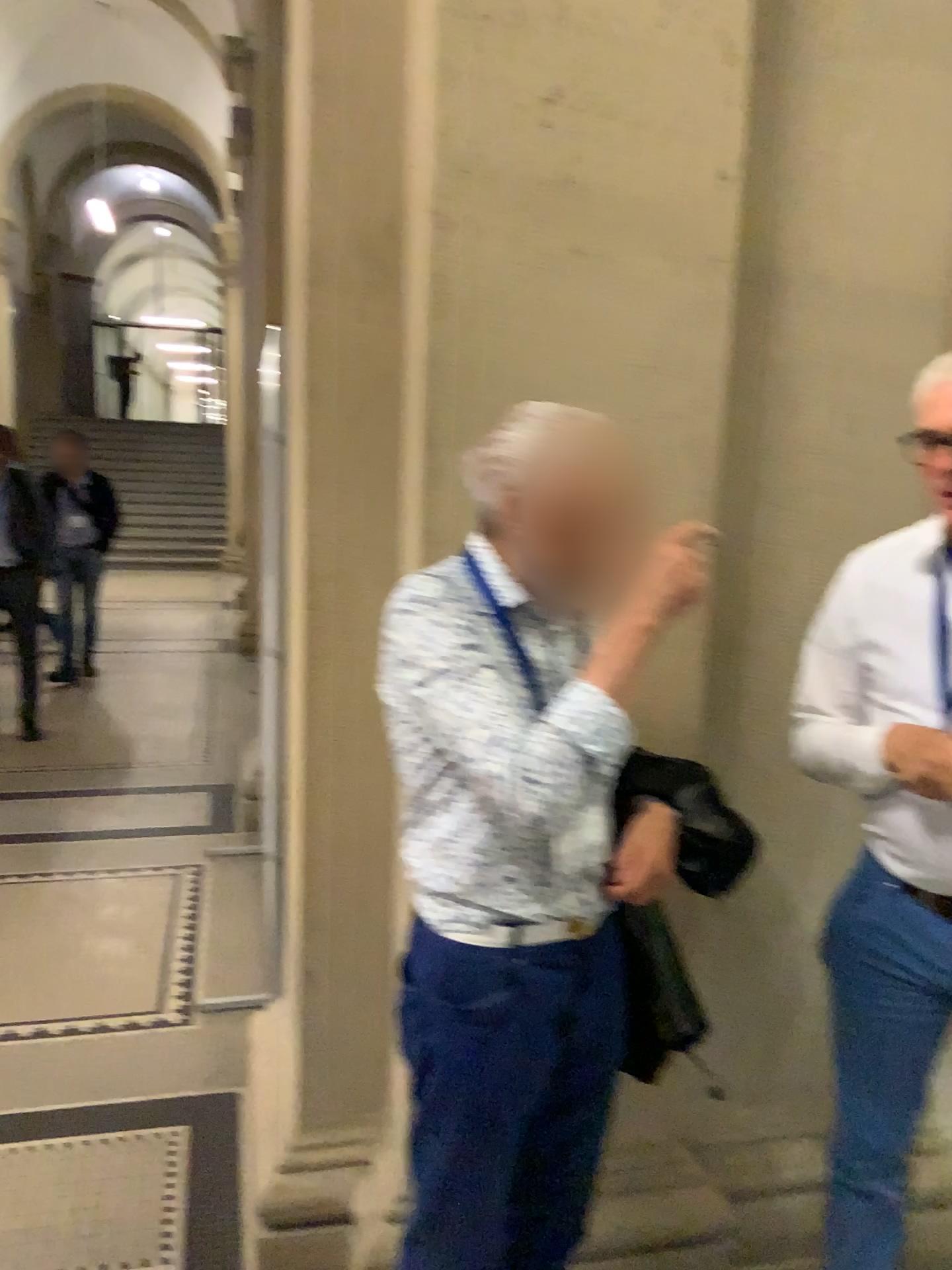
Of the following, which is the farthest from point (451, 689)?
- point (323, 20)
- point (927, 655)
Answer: point (323, 20)

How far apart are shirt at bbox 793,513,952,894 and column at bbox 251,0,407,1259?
0.7 meters

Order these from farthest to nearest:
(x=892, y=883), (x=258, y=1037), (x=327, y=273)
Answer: (x=258, y=1037)
(x=327, y=273)
(x=892, y=883)

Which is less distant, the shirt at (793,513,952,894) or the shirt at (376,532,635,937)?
the shirt at (376,532,635,937)

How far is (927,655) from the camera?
1.6m

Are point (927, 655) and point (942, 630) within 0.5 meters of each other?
yes

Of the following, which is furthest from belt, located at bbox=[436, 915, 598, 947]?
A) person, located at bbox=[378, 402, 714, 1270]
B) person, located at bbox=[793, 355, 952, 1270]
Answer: person, located at bbox=[793, 355, 952, 1270]

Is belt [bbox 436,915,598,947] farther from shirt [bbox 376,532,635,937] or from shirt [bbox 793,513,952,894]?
shirt [bbox 793,513,952,894]

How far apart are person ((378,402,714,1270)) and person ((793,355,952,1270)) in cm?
33

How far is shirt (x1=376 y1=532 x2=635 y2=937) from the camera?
1.3m
